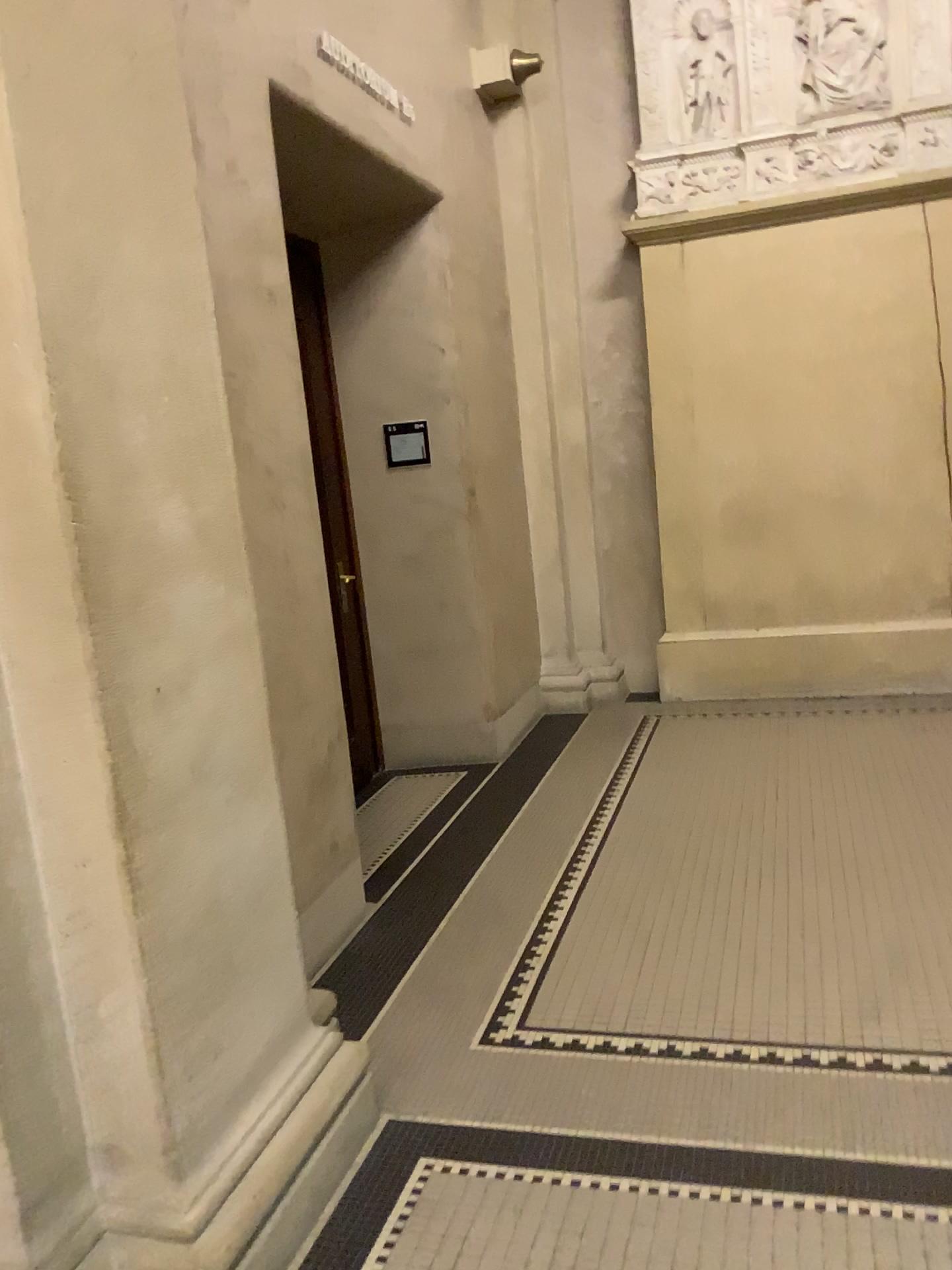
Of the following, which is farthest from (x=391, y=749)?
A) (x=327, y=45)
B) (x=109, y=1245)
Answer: (x=109, y=1245)

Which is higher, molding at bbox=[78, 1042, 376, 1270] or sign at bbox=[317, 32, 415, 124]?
sign at bbox=[317, 32, 415, 124]

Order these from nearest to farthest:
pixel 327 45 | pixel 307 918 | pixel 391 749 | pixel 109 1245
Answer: pixel 109 1245 < pixel 307 918 < pixel 327 45 < pixel 391 749

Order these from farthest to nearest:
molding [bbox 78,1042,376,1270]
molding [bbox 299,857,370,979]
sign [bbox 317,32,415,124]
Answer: sign [bbox 317,32,415,124] → molding [bbox 299,857,370,979] → molding [bbox 78,1042,376,1270]

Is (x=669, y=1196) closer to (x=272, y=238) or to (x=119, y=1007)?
(x=119, y=1007)

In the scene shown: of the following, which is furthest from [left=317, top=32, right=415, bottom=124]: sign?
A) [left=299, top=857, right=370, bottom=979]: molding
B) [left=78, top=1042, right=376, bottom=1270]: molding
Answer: [left=78, top=1042, right=376, bottom=1270]: molding

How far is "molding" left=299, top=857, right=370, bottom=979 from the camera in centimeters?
316cm

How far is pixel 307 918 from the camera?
3.2m

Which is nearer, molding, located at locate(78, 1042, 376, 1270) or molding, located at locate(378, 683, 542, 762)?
molding, located at locate(78, 1042, 376, 1270)

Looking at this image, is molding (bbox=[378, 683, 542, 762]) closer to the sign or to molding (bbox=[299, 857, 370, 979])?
molding (bbox=[299, 857, 370, 979])
